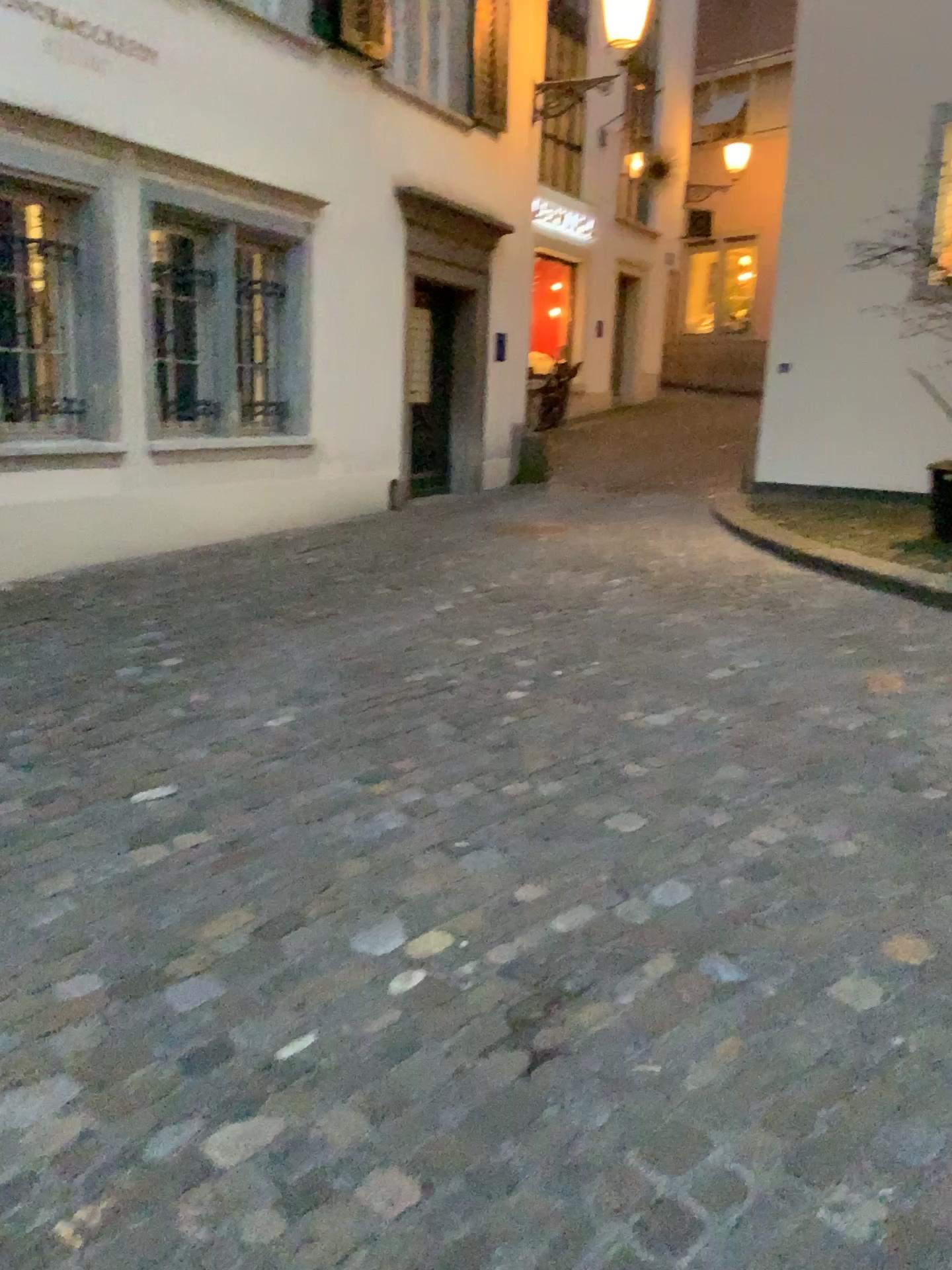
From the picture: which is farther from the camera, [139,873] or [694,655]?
[694,655]
